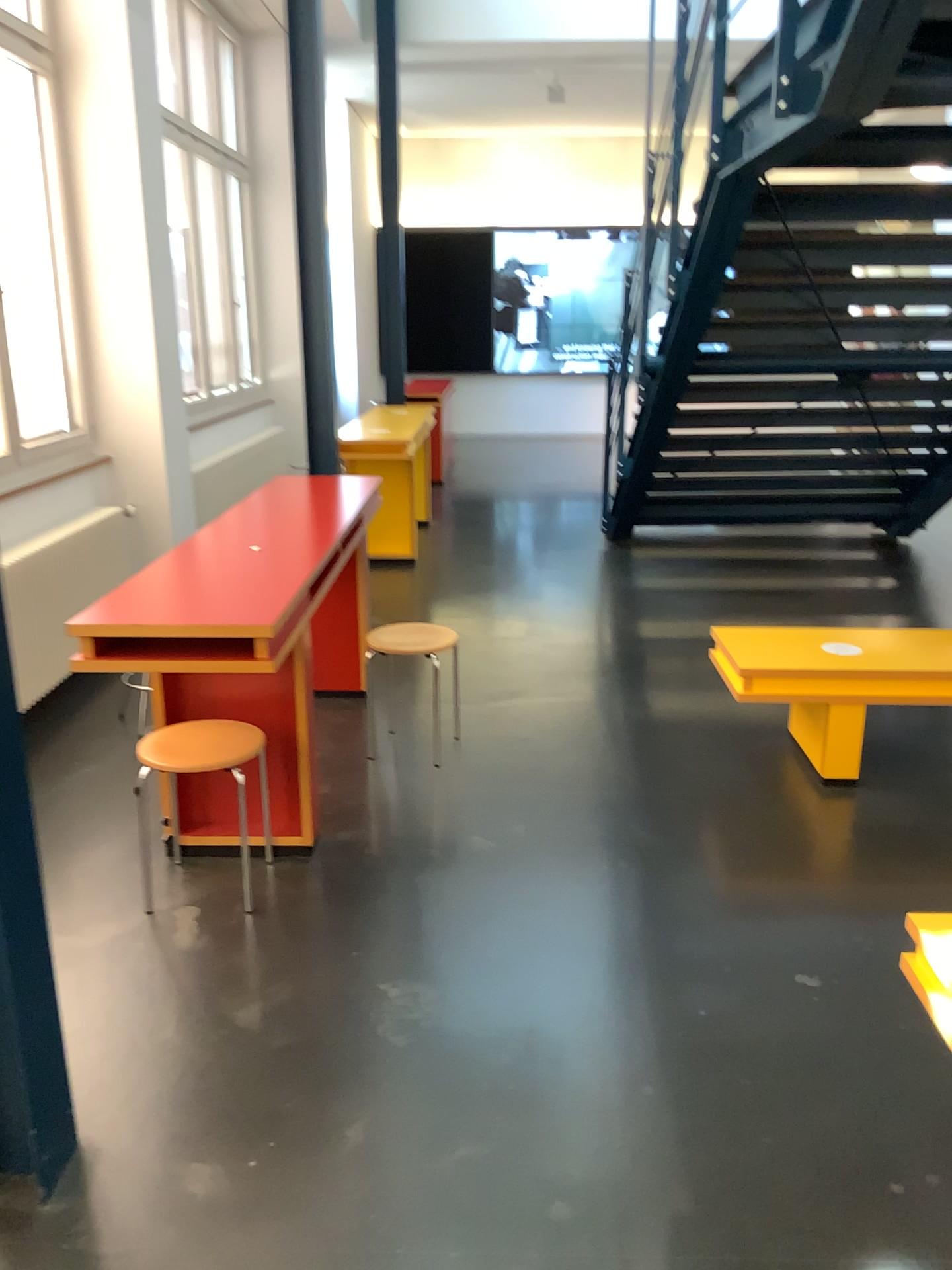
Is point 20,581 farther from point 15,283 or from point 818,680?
point 818,680

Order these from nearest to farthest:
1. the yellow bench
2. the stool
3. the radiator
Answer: the stool
the yellow bench
the radiator

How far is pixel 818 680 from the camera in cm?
362

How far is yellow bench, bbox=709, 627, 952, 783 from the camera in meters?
3.6 m

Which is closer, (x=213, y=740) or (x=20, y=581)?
(x=213, y=740)

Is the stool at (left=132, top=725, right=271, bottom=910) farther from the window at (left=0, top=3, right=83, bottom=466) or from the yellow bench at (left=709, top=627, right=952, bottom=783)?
the window at (left=0, top=3, right=83, bottom=466)

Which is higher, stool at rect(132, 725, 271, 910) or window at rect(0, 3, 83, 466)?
window at rect(0, 3, 83, 466)

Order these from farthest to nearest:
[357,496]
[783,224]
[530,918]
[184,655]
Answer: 1. [783,224]
2. [357,496]
3. [530,918]
4. [184,655]

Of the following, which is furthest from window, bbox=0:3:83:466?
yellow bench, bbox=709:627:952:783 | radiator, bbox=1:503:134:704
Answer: yellow bench, bbox=709:627:952:783

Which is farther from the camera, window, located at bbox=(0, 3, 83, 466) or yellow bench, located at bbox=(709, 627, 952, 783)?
window, located at bbox=(0, 3, 83, 466)
